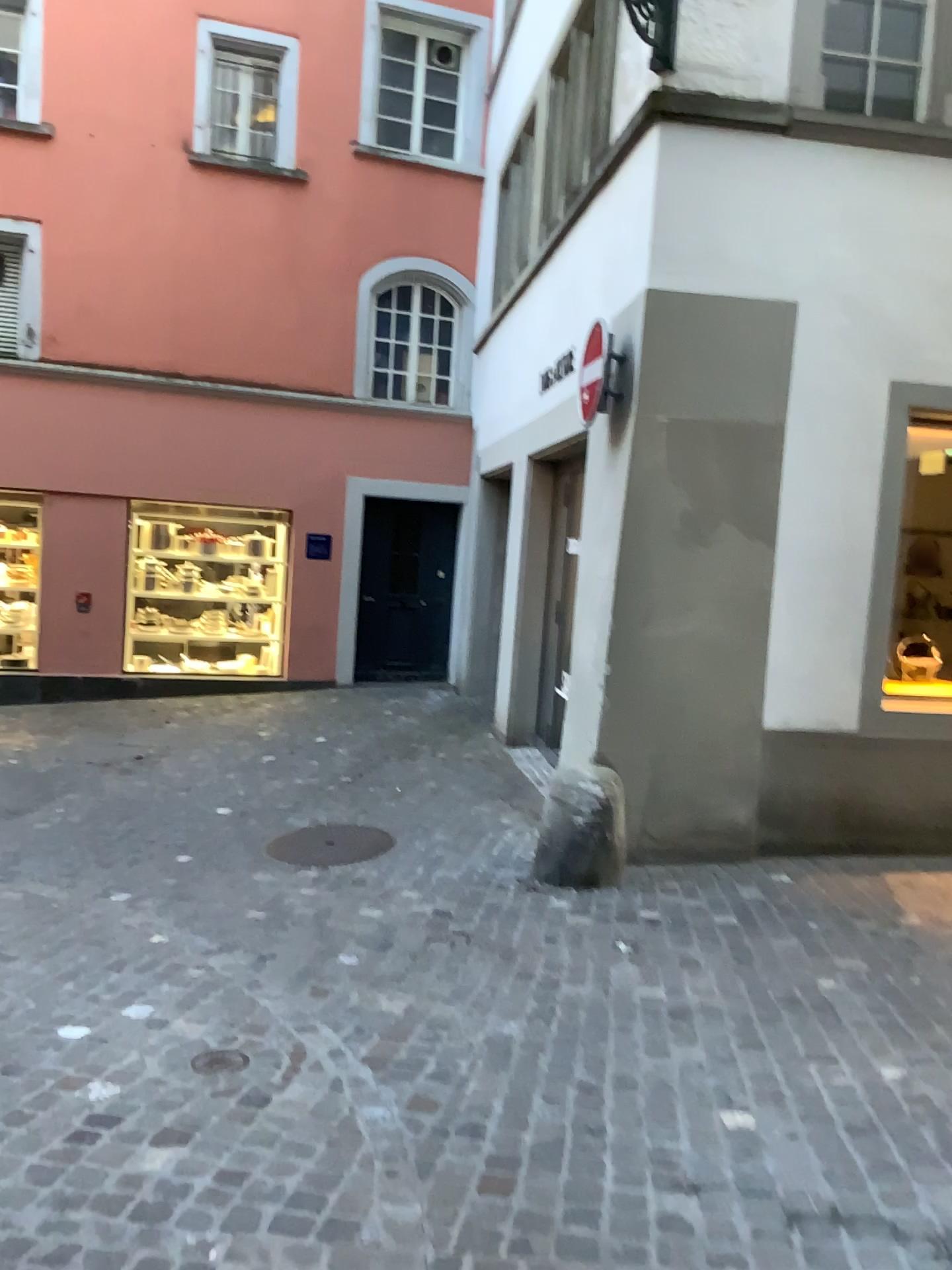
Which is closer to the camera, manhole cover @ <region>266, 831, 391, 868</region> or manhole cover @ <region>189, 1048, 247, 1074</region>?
manhole cover @ <region>189, 1048, 247, 1074</region>

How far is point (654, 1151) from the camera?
2.7m

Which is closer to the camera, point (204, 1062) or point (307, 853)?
point (204, 1062)
